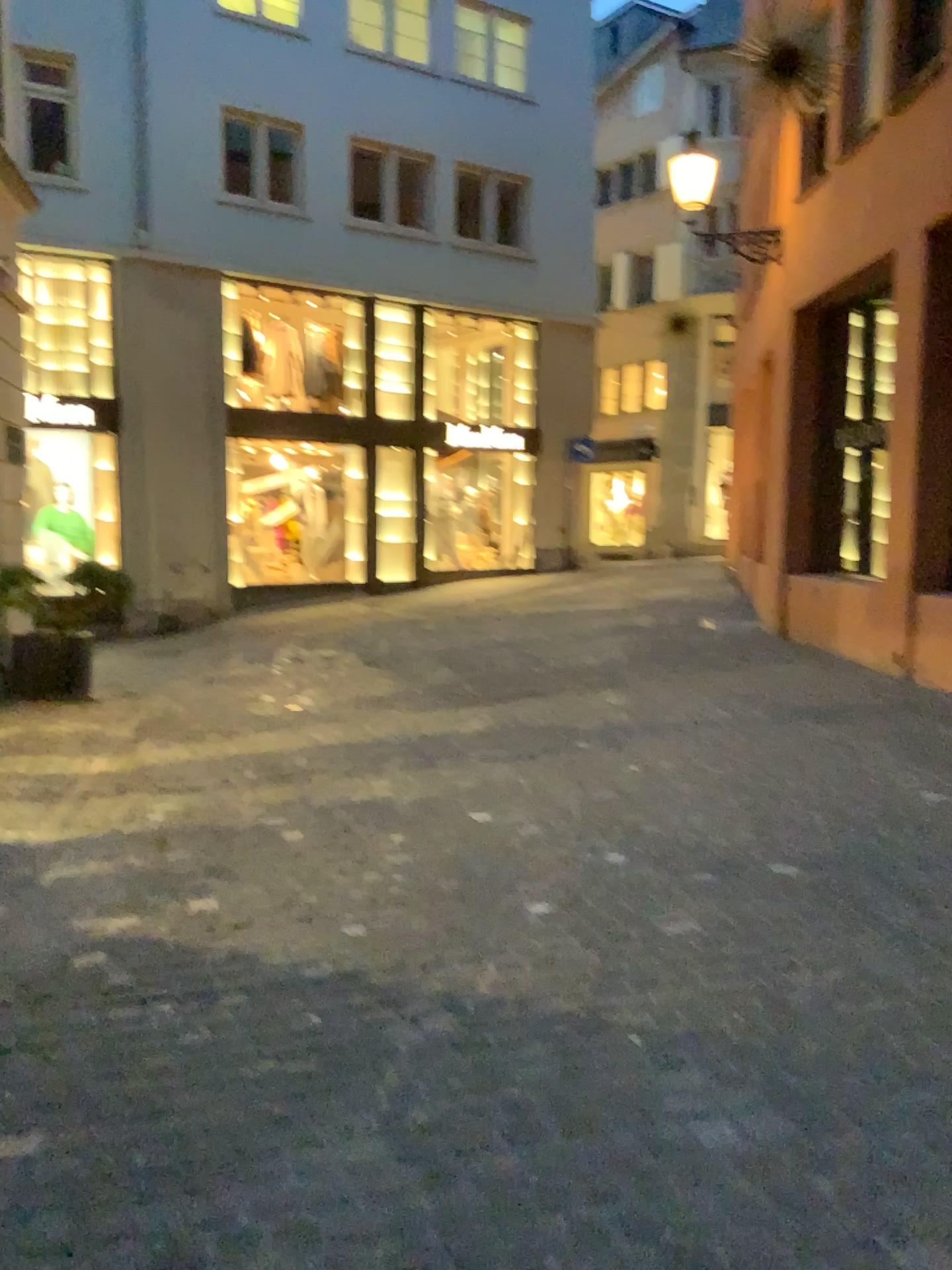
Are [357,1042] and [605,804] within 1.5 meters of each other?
no
